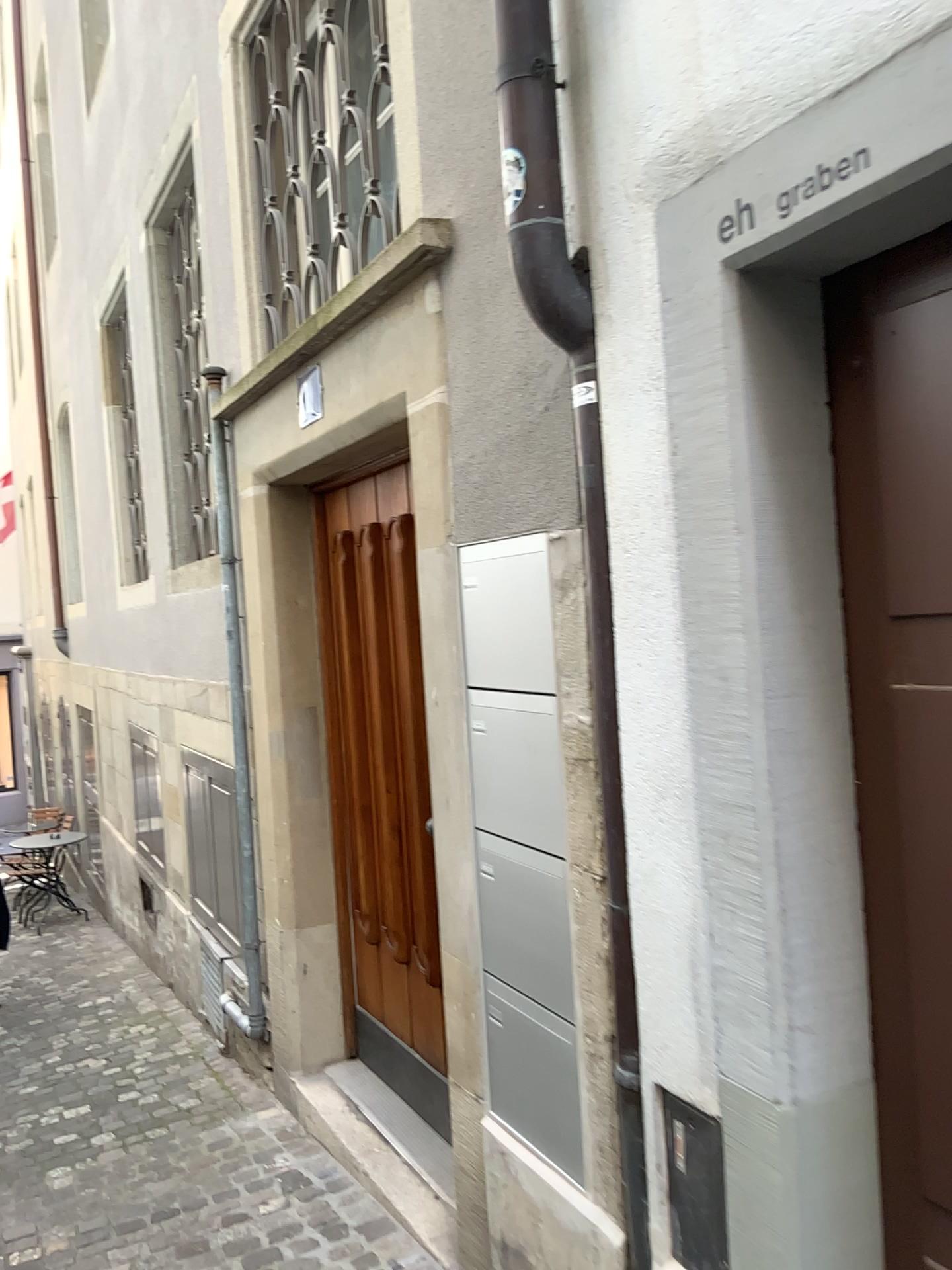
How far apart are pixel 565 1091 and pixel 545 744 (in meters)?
0.68

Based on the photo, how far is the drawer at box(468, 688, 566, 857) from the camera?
2.08m

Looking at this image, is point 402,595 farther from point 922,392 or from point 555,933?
point 922,392

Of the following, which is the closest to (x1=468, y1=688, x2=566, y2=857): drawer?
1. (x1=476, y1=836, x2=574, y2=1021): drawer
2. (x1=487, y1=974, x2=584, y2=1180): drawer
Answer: (x1=476, y1=836, x2=574, y2=1021): drawer

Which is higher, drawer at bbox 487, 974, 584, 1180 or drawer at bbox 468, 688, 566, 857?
drawer at bbox 468, 688, 566, 857

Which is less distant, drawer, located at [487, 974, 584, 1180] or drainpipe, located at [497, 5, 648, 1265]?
drainpipe, located at [497, 5, 648, 1265]

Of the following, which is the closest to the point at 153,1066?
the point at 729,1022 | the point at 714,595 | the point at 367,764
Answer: the point at 367,764

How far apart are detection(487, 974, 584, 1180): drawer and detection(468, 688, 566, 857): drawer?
0.3m

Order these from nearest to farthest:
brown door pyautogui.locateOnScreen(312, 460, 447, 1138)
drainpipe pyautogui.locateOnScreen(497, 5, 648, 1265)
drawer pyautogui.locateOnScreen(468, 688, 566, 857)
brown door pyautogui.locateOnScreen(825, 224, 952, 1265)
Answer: brown door pyautogui.locateOnScreen(825, 224, 952, 1265), drainpipe pyautogui.locateOnScreen(497, 5, 648, 1265), drawer pyautogui.locateOnScreen(468, 688, 566, 857), brown door pyautogui.locateOnScreen(312, 460, 447, 1138)

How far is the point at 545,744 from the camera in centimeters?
208cm
